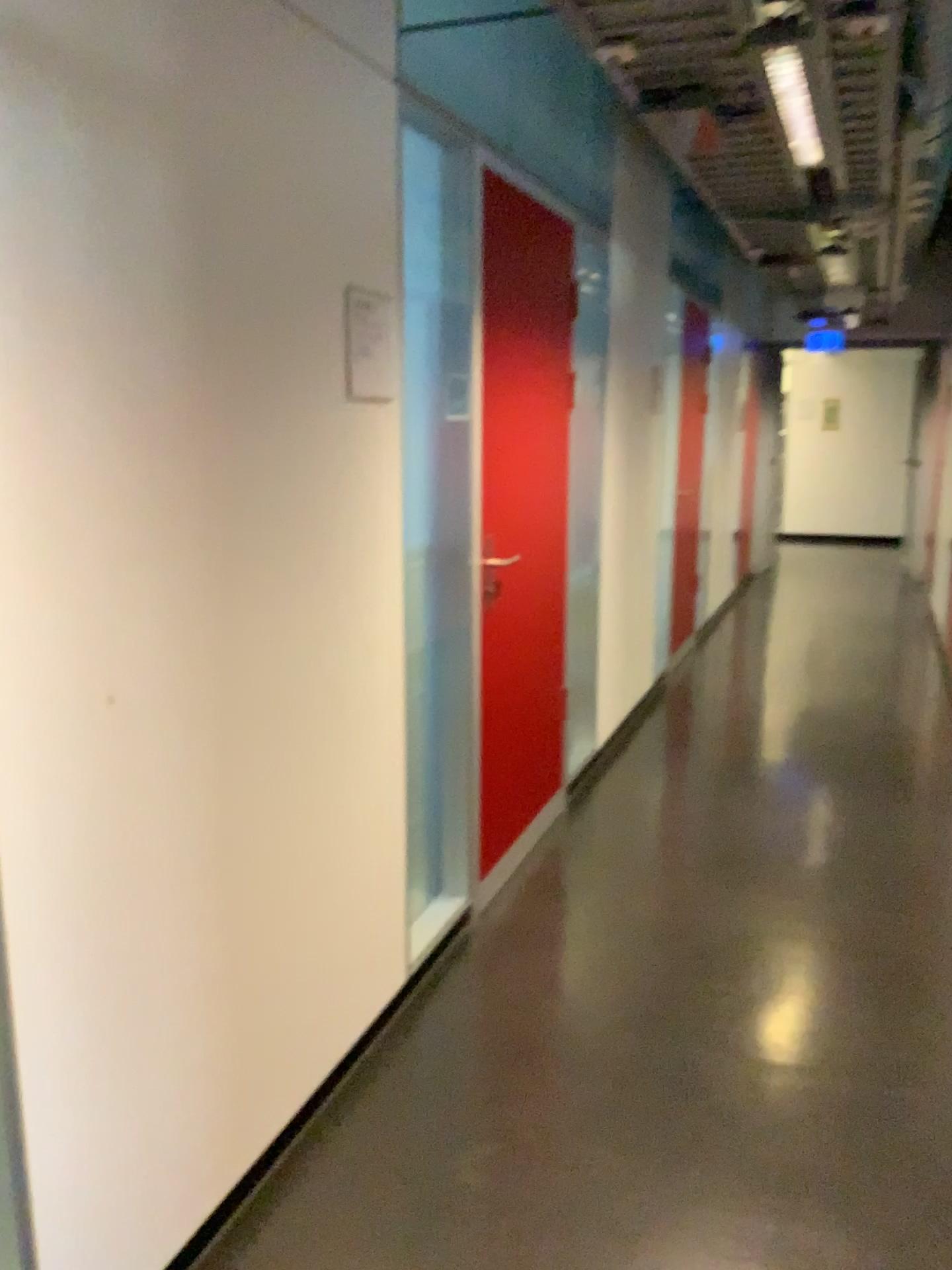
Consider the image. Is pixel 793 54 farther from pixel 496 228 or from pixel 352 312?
pixel 352 312

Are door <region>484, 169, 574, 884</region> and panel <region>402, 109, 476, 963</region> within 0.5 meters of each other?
yes

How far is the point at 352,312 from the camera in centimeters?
216cm

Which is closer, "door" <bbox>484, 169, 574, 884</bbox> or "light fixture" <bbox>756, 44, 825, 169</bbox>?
"light fixture" <bbox>756, 44, 825, 169</bbox>

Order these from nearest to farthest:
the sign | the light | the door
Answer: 1. the sign
2. the light
3. the door

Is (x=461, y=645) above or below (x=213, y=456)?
below

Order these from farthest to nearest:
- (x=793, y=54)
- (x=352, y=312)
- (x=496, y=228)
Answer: (x=496, y=228), (x=793, y=54), (x=352, y=312)

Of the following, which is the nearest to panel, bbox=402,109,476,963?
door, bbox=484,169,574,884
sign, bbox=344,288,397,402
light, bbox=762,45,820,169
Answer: door, bbox=484,169,574,884

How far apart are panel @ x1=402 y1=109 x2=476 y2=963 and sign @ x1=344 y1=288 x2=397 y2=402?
0.5 meters

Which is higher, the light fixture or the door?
the light fixture
